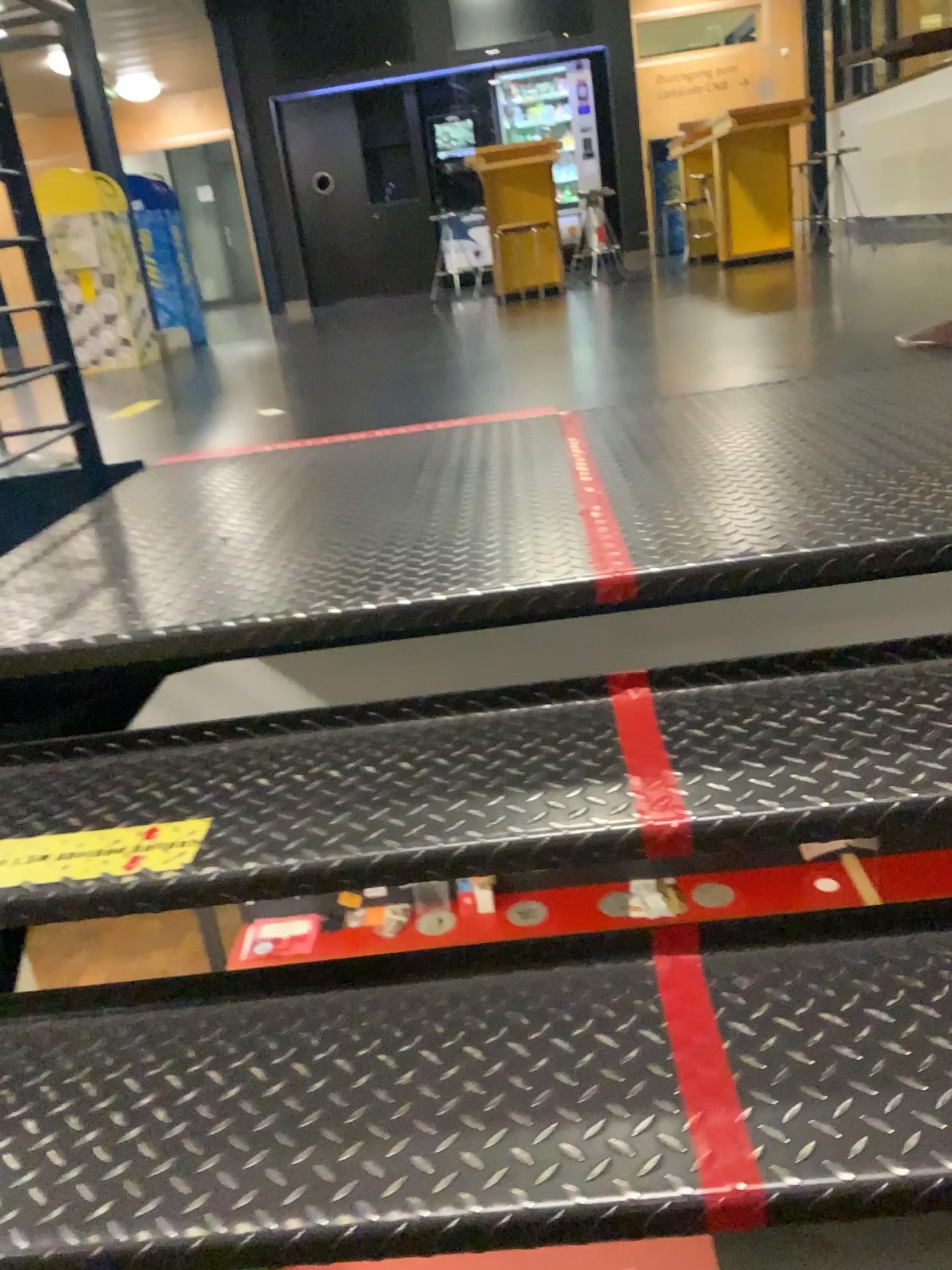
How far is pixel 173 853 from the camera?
1.1 meters

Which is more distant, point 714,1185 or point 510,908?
point 510,908

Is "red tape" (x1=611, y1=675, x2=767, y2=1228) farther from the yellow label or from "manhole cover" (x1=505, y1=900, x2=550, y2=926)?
the yellow label

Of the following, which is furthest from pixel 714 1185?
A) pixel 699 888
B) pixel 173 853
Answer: pixel 173 853

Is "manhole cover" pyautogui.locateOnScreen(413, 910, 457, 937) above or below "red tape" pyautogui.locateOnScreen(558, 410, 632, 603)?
below

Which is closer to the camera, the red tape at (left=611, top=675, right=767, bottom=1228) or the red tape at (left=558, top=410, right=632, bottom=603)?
the red tape at (left=611, top=675, right=767, bottom=1228)

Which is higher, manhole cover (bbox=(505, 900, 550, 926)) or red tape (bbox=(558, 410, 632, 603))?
red tape (bbox=(558, 410, 632, 603))

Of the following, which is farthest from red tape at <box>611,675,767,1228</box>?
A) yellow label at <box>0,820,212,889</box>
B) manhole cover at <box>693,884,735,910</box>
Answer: yellow label at <box>0,820,212,889</box>

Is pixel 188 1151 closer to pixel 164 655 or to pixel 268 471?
pixel 164 655

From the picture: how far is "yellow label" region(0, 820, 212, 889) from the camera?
1.1 meters
